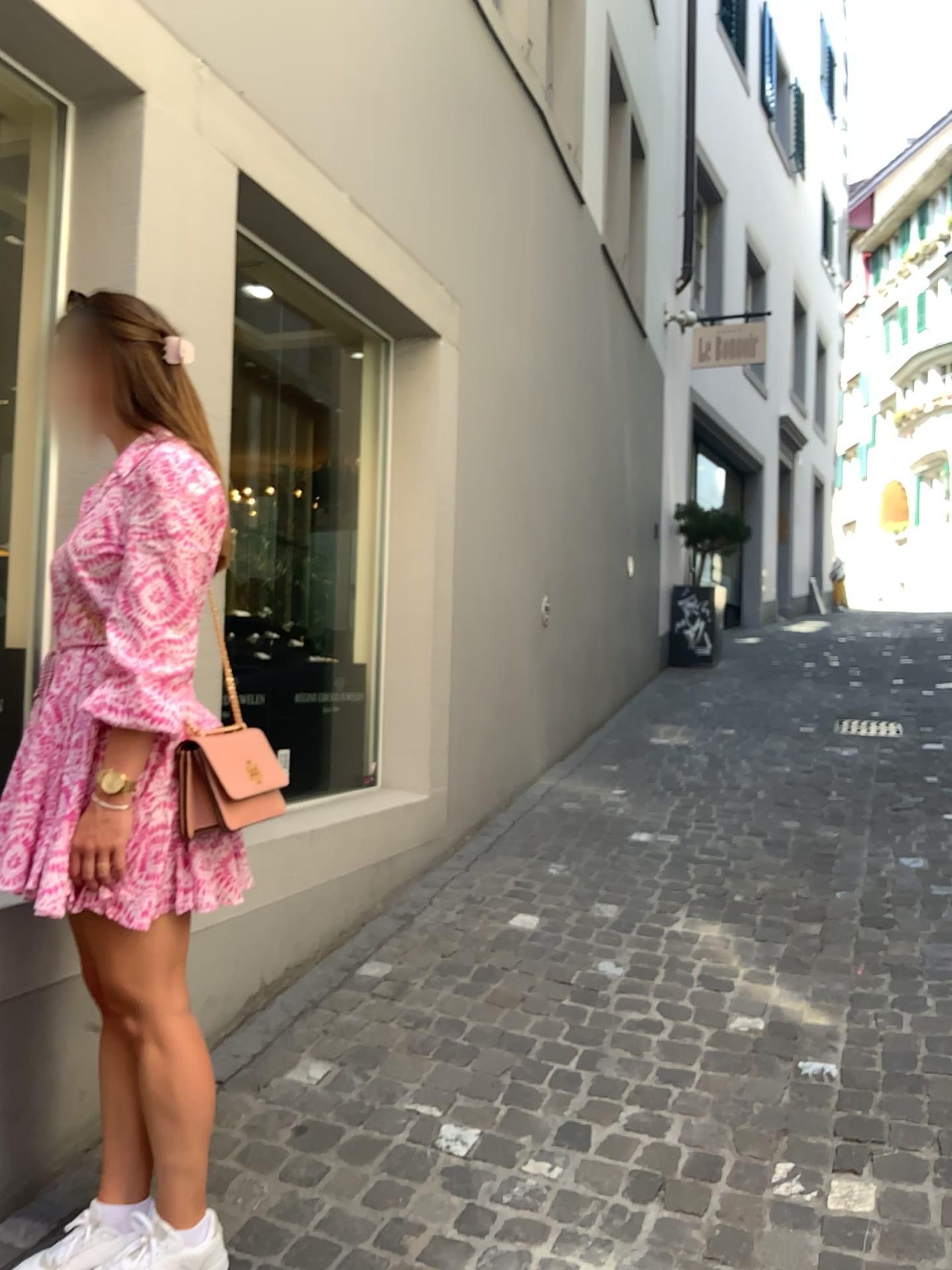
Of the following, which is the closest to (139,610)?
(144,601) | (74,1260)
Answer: (144,601)

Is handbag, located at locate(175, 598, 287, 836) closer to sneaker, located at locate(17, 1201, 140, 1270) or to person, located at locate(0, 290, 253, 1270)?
person, located at locate(0, 290, 253, 1270)

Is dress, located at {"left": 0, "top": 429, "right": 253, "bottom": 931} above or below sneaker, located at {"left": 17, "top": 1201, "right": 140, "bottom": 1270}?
above

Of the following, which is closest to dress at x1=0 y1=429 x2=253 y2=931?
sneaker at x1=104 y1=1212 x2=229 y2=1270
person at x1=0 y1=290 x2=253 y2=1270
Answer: person at x1=0 y1=290 x2=253 y2=1270

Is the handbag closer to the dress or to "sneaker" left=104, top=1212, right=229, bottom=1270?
the dress

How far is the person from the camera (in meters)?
1.68

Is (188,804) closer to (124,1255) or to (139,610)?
(139,610)

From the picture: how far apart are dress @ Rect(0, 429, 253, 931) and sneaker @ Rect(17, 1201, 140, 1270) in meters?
0.6

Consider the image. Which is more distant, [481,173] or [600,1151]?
[481,173]

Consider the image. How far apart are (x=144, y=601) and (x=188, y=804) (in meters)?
0.34
